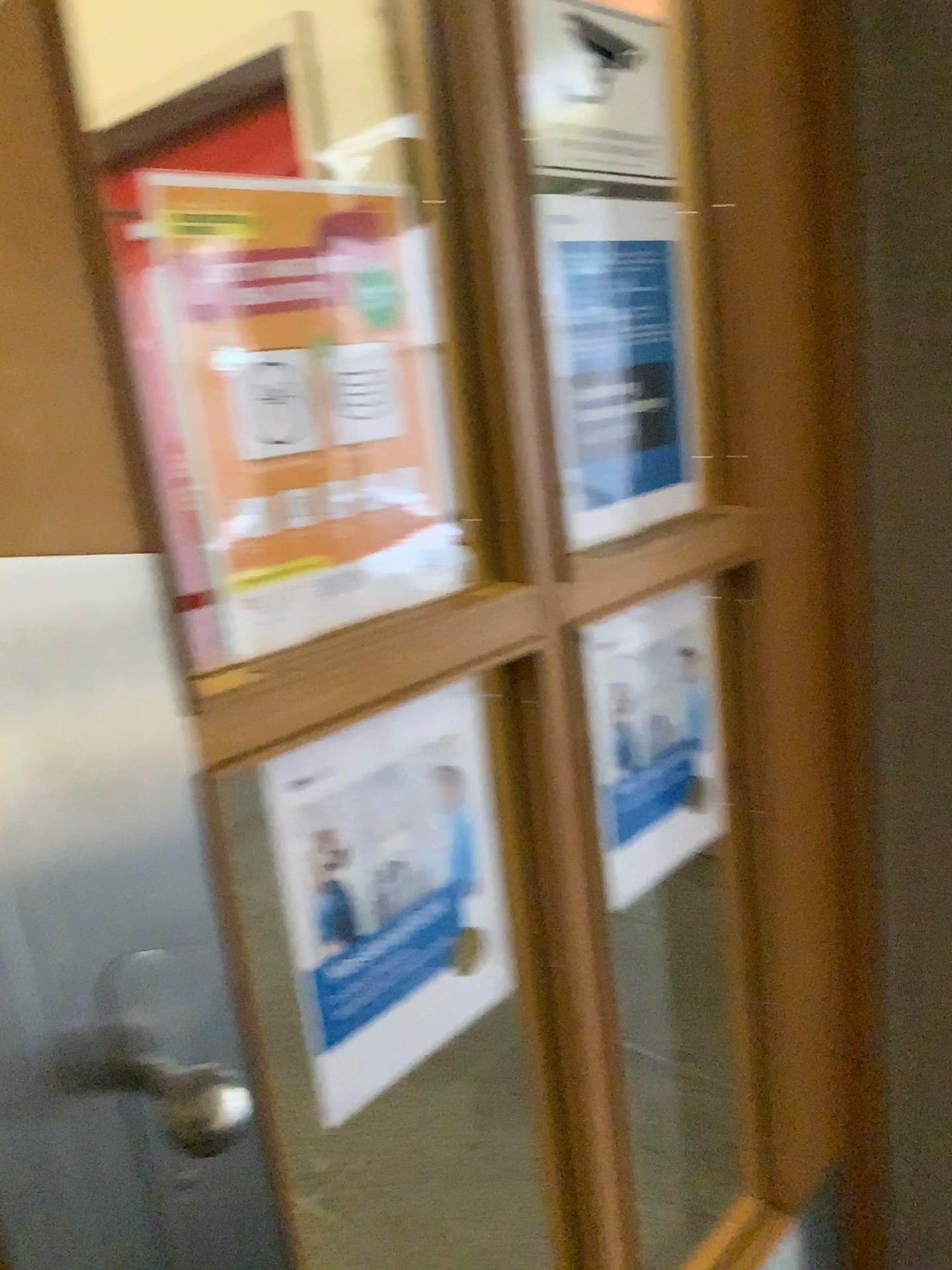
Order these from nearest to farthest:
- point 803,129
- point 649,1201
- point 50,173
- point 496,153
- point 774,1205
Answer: point 50,173
point 496,153
point 803,129
point 774,1205
point 649,1201

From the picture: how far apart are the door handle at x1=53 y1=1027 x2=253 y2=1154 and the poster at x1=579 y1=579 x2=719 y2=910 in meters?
0.5

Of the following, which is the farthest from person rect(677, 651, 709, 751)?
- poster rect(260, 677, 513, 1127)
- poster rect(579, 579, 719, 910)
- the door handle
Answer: the door handle

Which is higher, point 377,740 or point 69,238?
point 69,238

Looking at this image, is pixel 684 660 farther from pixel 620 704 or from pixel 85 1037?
pixel 85 1037

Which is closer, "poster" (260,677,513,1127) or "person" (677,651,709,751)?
"poster" (260,677,513,1127)

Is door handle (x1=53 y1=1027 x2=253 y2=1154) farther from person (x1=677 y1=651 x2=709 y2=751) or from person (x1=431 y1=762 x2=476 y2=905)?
person (x1=677 y1=651 x2=709 y2=751)

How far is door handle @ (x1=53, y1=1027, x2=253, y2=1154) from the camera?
0.6 meters

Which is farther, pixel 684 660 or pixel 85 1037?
pixel 684 660

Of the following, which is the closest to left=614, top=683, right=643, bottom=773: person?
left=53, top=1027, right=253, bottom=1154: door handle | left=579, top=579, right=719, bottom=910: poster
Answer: left=579, top=579, right=719, bottom=910: poster
